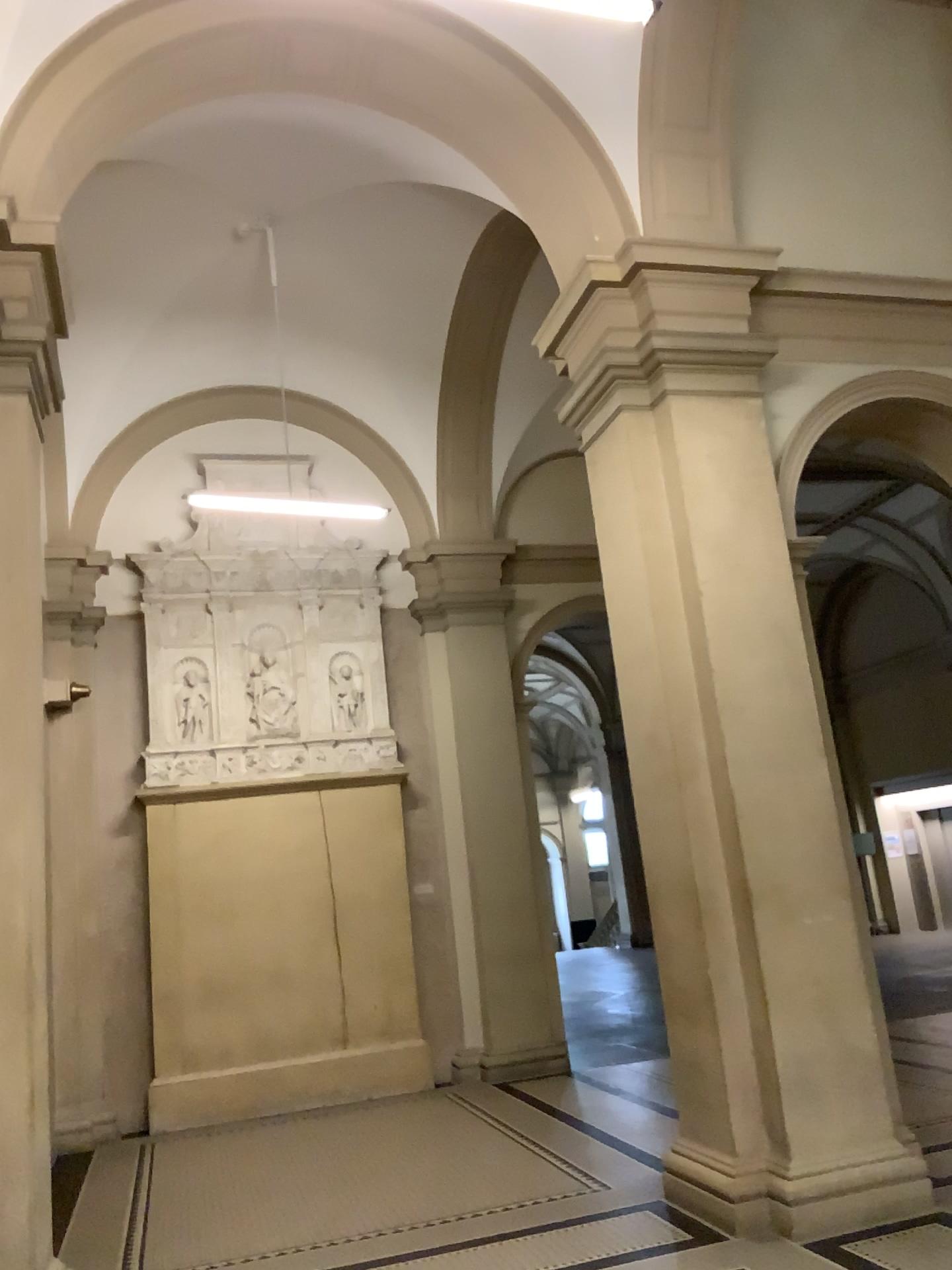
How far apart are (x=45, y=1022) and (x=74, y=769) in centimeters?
121cm
